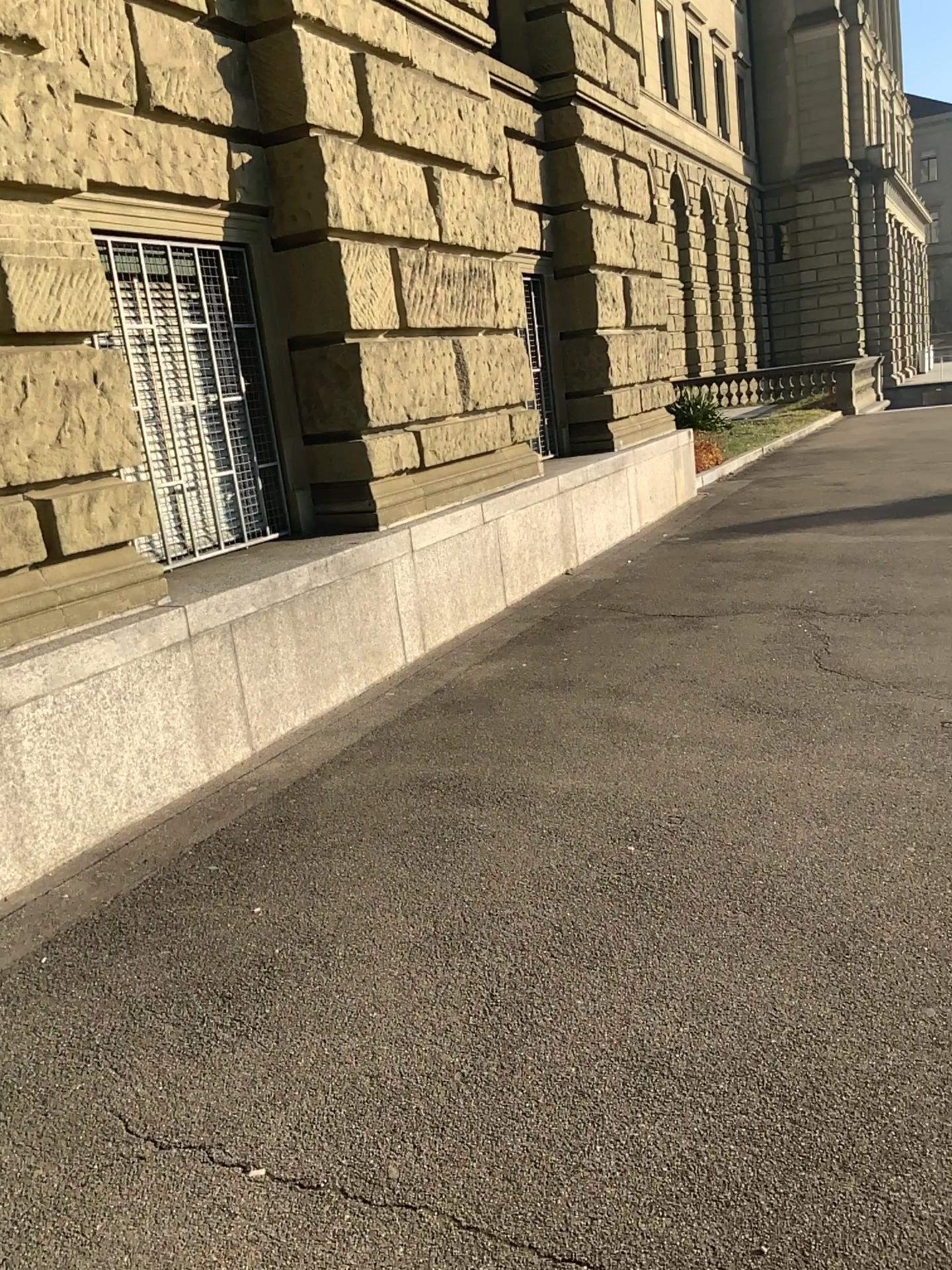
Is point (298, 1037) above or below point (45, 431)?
below
